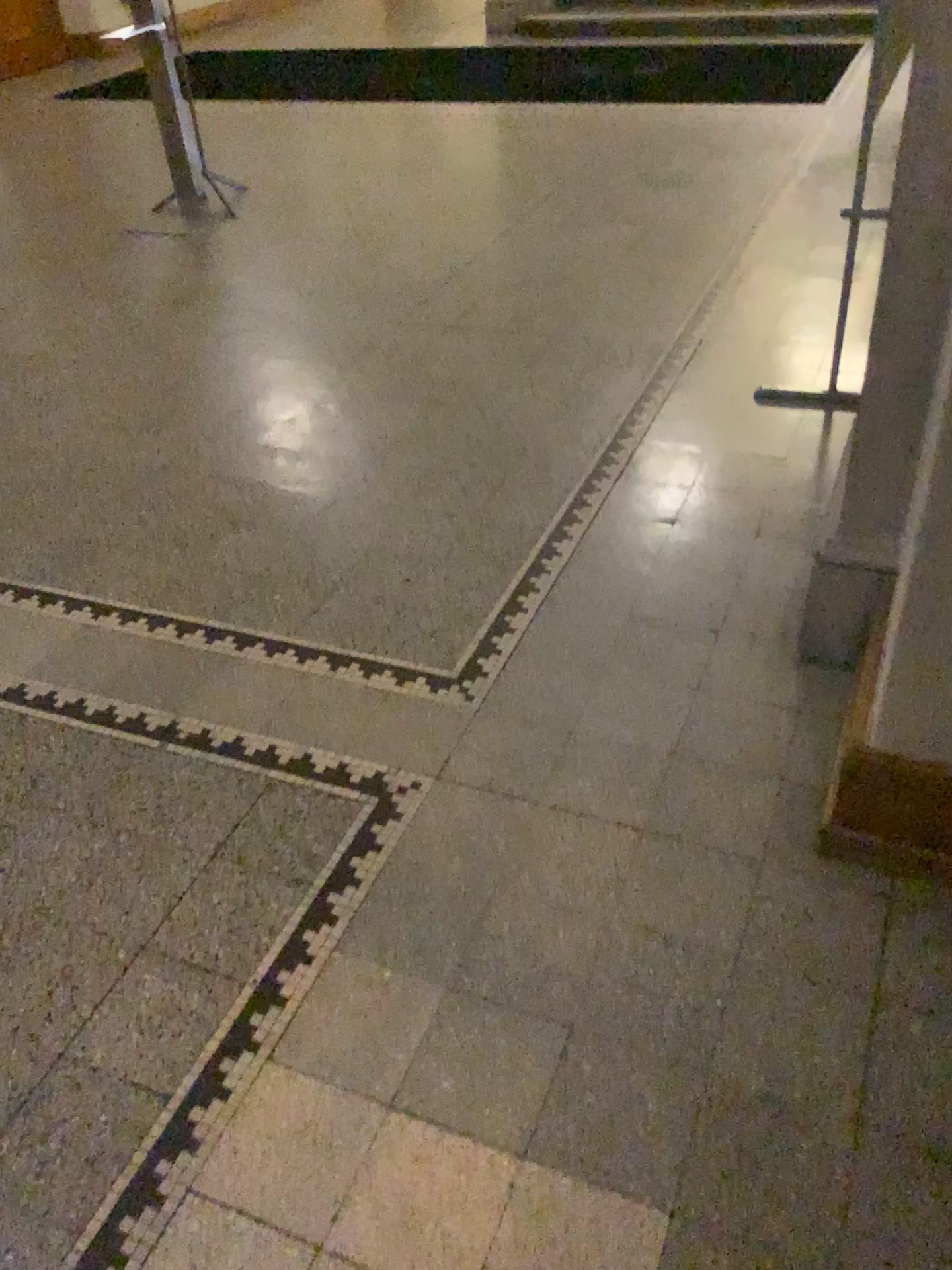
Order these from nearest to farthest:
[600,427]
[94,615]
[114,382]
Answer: [94,615] < [600,427] < [114,382]
